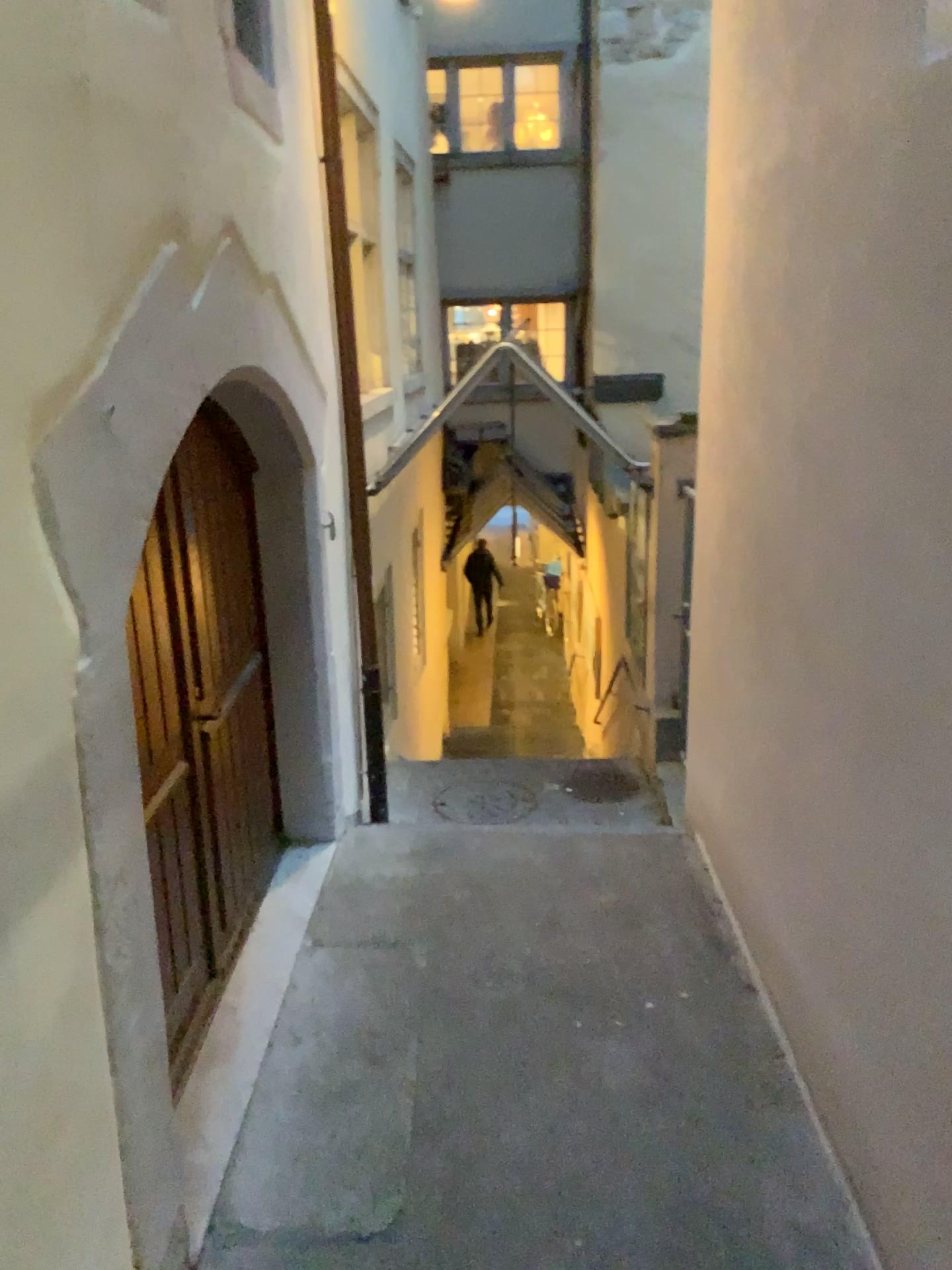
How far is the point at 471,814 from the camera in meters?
5.3 m

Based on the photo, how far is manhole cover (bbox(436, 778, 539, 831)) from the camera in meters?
5.3 m

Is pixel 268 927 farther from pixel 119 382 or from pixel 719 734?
pixel 119 382
